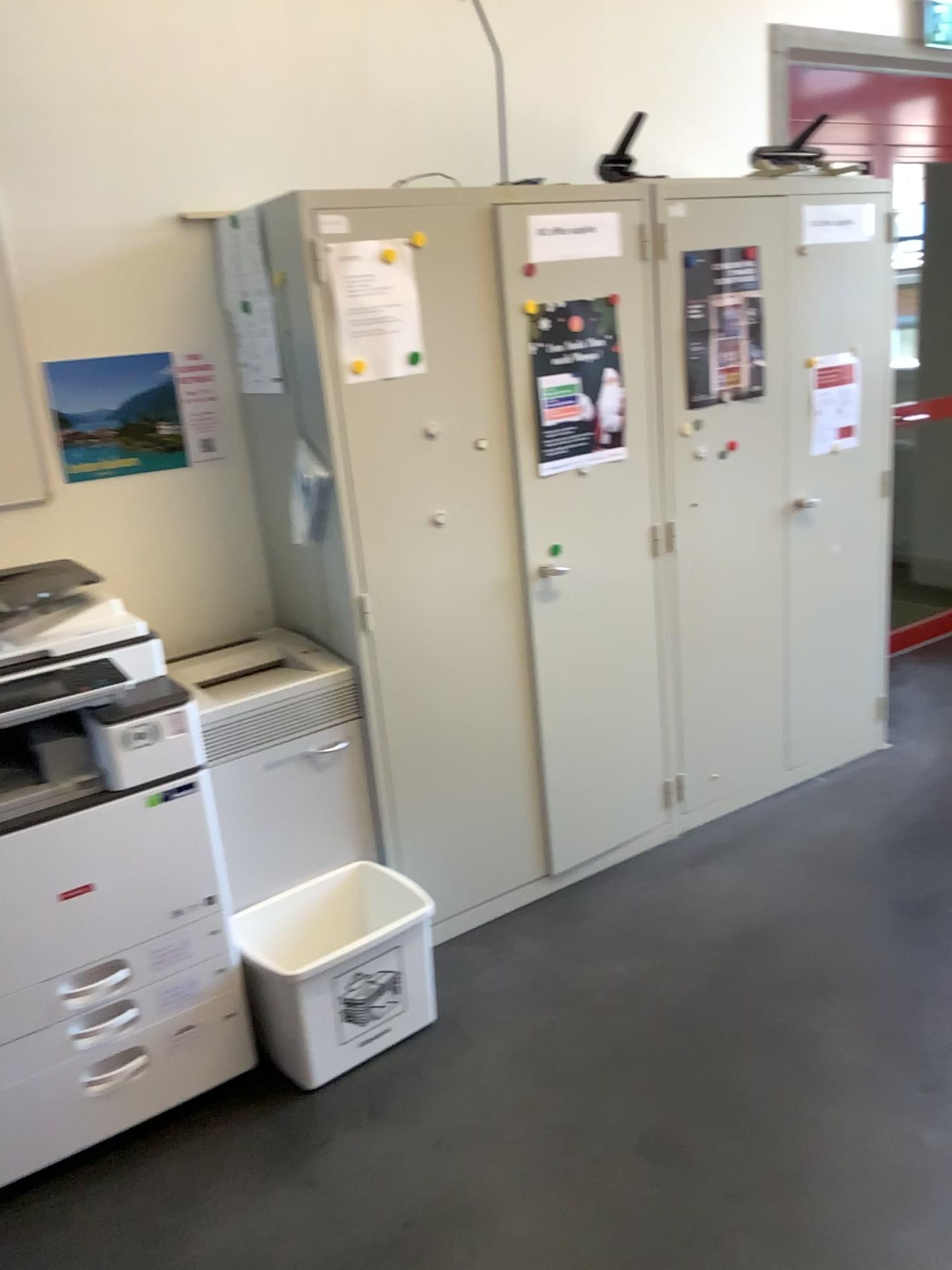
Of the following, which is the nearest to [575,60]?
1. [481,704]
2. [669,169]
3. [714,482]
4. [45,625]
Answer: [669,169]

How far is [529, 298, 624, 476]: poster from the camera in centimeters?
266cm

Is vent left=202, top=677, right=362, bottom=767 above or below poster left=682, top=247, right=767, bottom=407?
below

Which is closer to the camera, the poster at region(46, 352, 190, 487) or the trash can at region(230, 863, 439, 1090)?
the trash can at region(230, 863, 439, 1090)

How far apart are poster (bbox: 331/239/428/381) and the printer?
0.7m

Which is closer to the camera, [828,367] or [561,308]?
[561,308]

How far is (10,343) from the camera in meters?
2.4 m

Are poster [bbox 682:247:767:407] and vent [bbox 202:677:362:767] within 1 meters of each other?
no

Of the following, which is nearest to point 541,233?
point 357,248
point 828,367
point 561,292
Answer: point 561,292

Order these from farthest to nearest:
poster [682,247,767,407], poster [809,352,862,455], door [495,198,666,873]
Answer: poster [809,352,862,455], poster [682,247,767,407], door [495,198,666,873]
